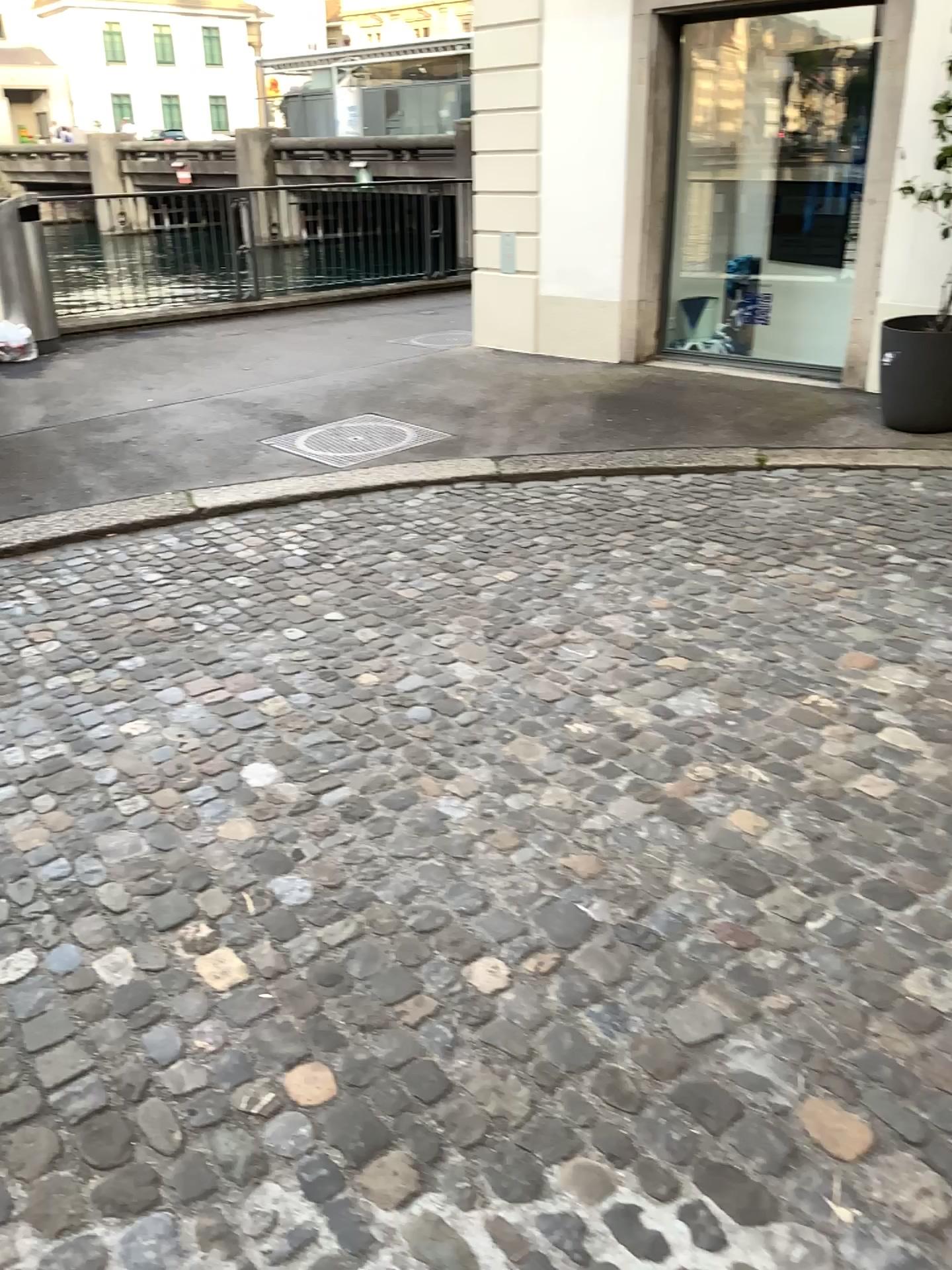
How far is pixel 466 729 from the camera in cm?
298
